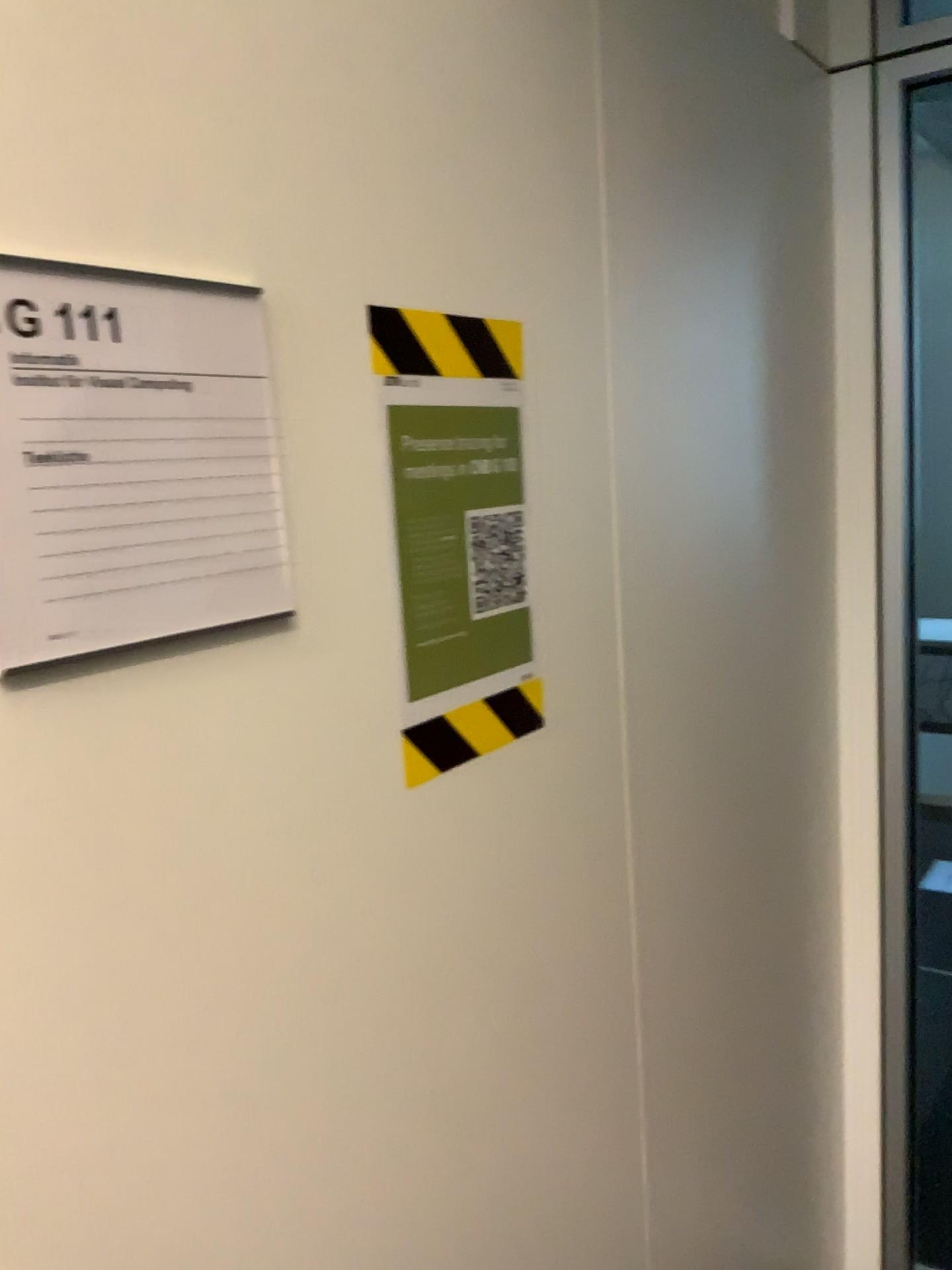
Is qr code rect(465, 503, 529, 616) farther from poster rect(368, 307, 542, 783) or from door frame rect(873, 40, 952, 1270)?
door frame rect(873, 40, 952, 1270)

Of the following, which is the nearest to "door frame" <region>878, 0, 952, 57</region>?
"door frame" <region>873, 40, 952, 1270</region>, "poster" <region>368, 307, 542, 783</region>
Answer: "door frame" <region>873, 40, 952, 1270</region>

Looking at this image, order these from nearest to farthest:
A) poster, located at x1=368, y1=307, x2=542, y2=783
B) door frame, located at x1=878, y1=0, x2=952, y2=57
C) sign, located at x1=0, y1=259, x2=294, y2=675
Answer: sign, located at x1=0, y1=259, x2=294, y2=675
poster, located at x1=368, y1=307, x2=542, y2=783
door frame, located at x1=878, y1=0, x2=952, y2=57

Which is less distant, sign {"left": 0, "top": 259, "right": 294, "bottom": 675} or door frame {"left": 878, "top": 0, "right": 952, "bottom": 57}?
sign {"left": 0, "top": 259, "right": 294, "bottom": 675}

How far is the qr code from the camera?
0.9 meters

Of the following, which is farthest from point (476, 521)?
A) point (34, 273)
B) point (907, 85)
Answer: point (907, 85)

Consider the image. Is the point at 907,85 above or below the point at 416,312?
above

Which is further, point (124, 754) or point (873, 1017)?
point (873, 1017)

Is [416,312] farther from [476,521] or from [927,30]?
[927,30]

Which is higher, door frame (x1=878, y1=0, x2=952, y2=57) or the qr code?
door frame (x1=878, y1=0, x2=952, y2=57)
